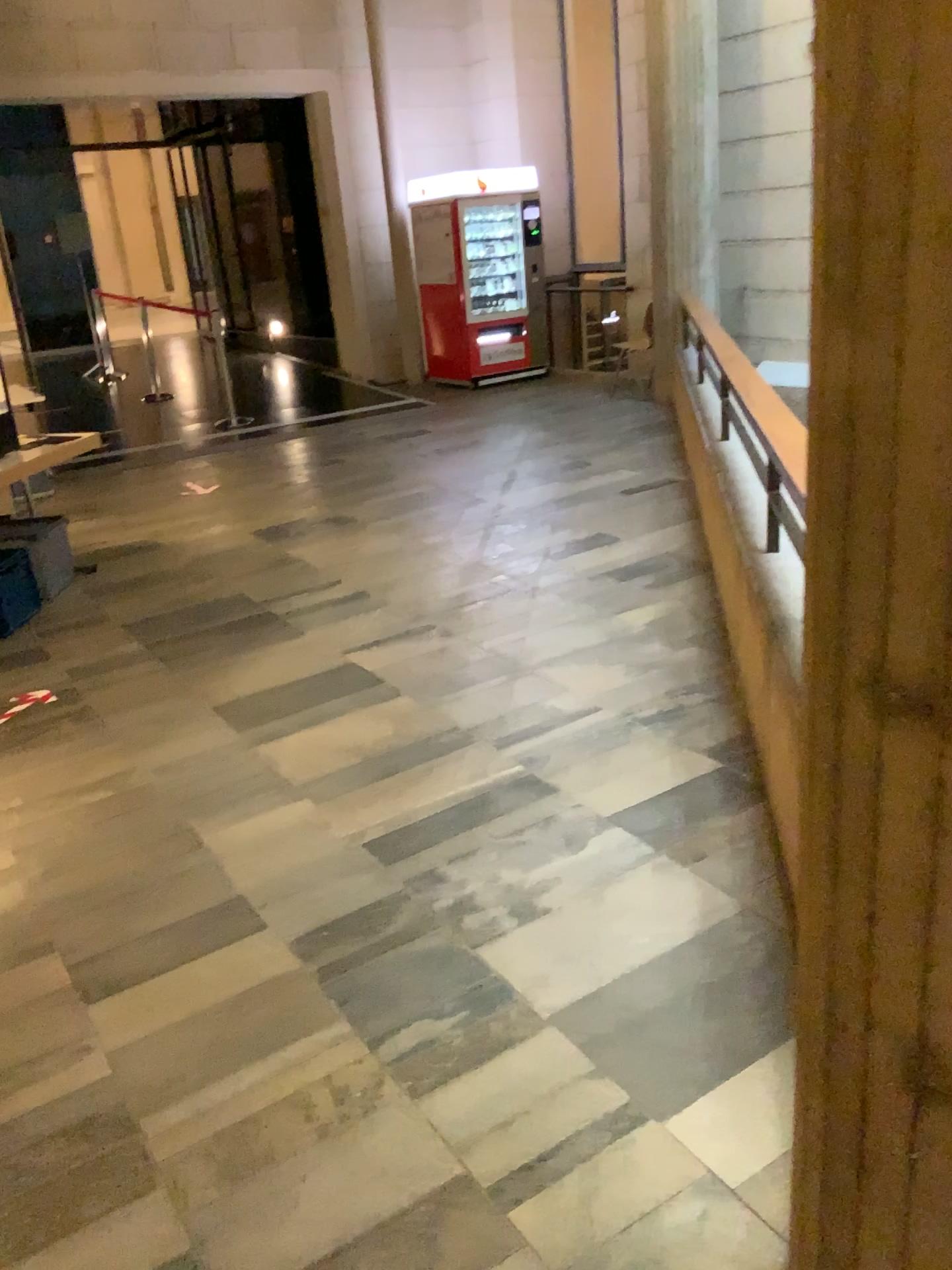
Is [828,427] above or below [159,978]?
above
